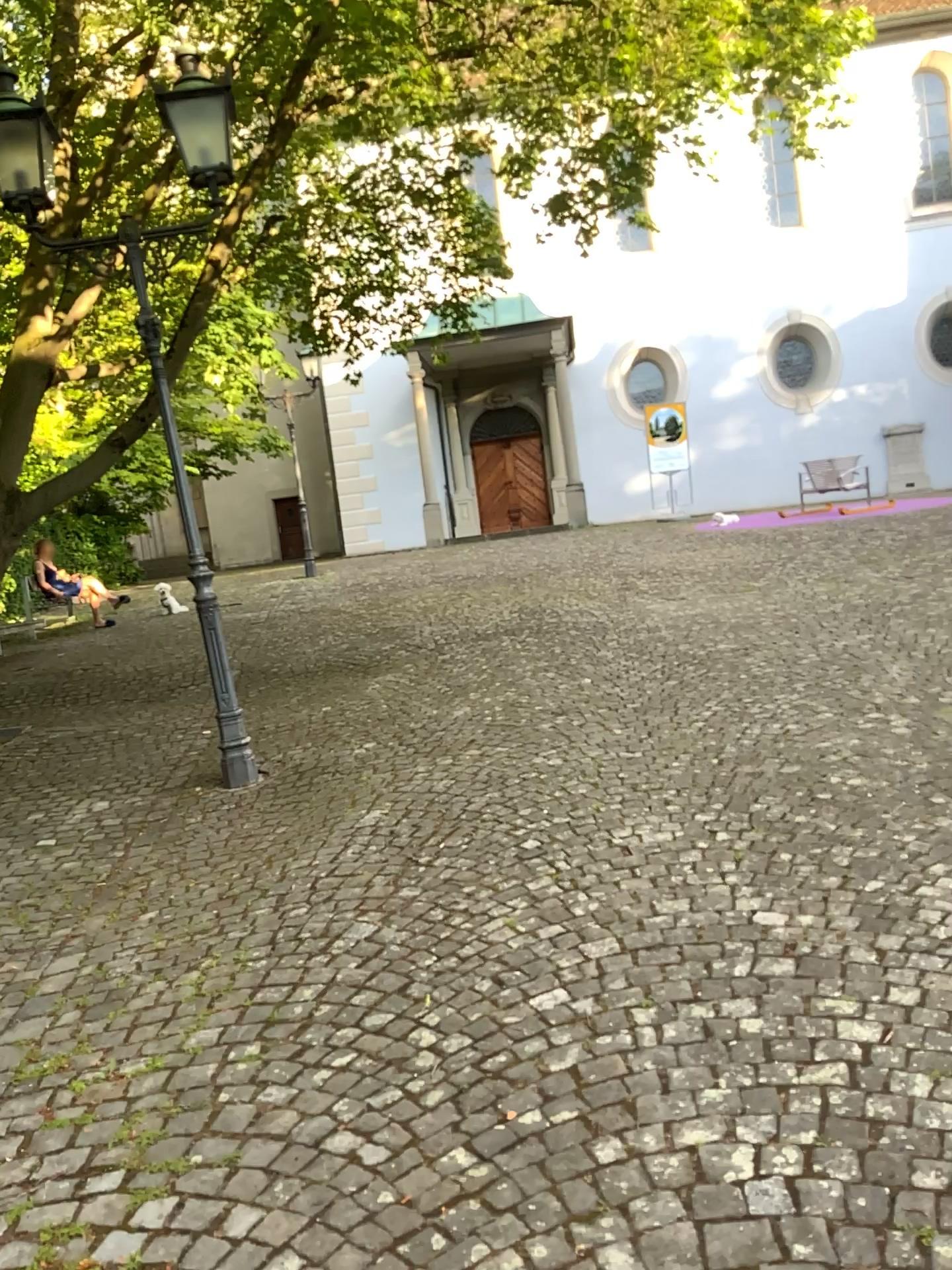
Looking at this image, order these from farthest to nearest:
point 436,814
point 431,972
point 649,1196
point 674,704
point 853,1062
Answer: point 674,704 < point 436,814 < point 431,972 < point 853,1062 < point 649,1196
